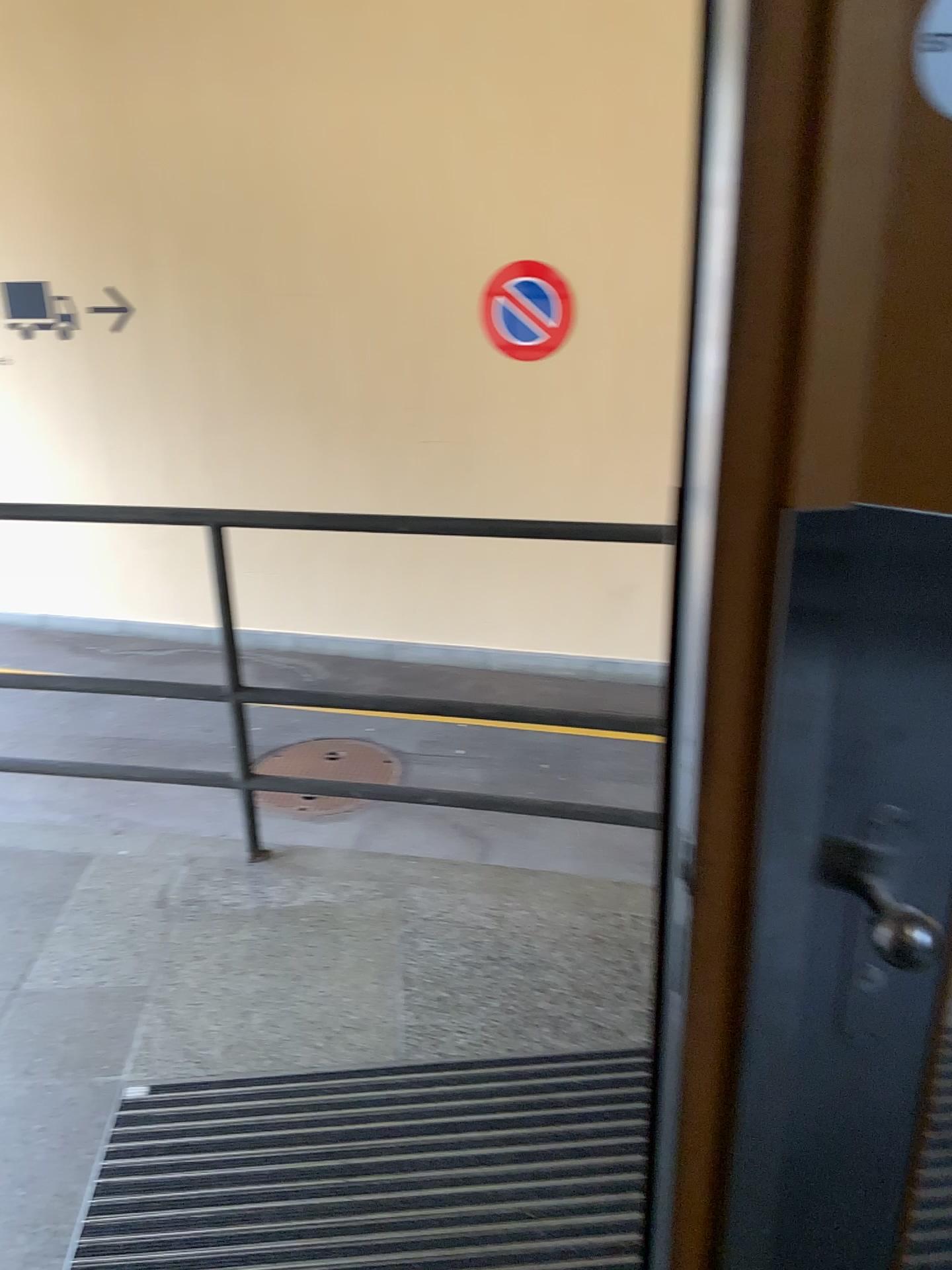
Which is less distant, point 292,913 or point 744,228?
point 744,228

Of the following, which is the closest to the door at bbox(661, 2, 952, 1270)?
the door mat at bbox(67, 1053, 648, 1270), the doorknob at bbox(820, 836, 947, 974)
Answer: the doorknob at bbox(820, 836, 947, 974)

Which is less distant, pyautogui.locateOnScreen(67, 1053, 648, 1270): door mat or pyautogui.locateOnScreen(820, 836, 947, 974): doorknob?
pyautogui.locateOnScreen(820, 836, 947, 974): doorknob

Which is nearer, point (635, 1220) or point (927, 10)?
point (927, 10)

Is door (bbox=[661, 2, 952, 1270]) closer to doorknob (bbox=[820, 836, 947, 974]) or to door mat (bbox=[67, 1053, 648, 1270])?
doorknob (bbox=[820, 836, 947, 974])

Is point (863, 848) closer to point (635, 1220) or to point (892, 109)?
point (892, 109)

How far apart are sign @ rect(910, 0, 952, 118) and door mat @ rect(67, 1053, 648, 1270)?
1.67m

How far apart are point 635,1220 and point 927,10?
1.72m

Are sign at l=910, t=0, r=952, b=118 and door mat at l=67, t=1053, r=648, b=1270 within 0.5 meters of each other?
no

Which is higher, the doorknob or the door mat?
the doorknob
